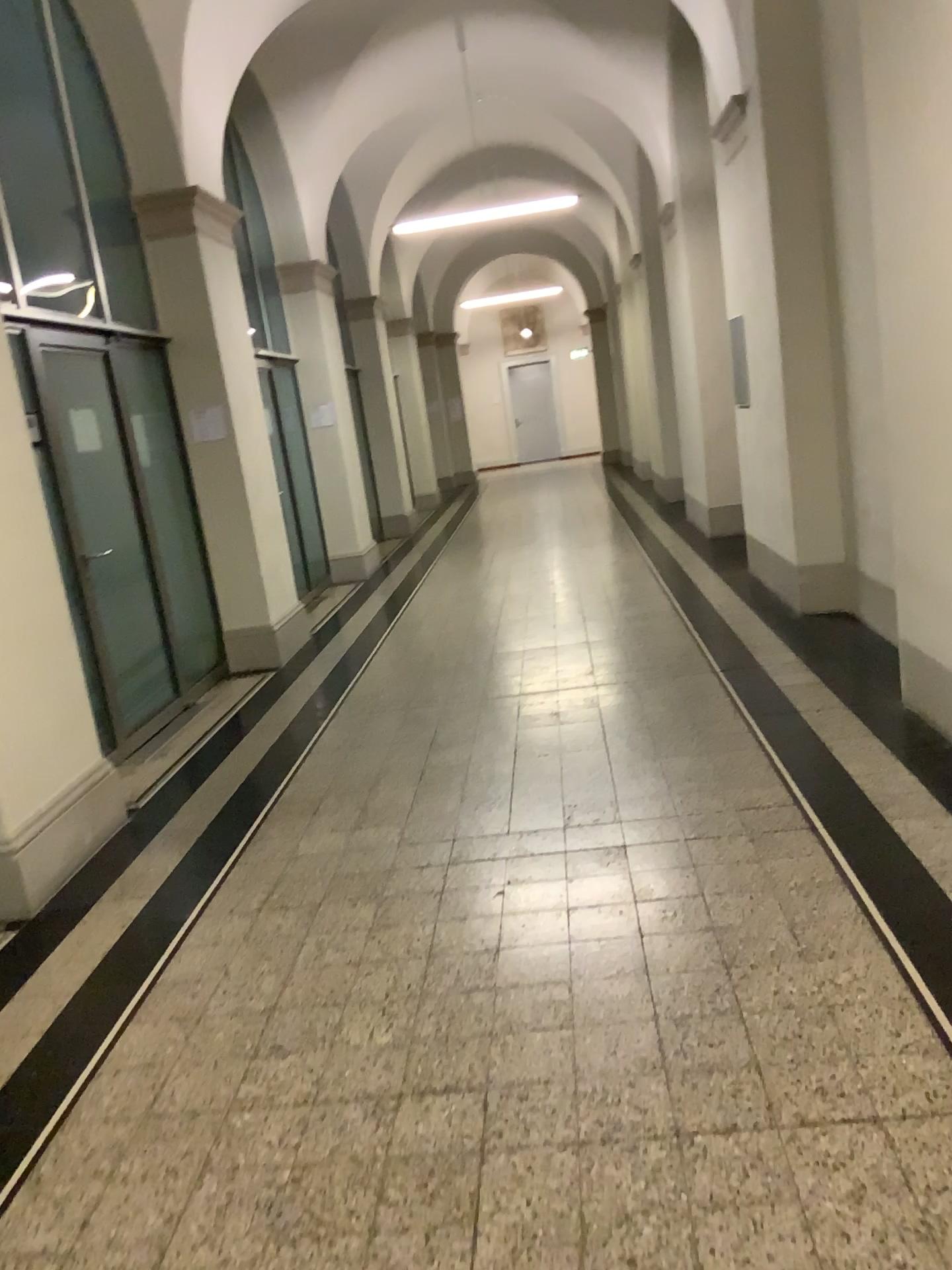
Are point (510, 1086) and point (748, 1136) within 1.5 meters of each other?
yes
